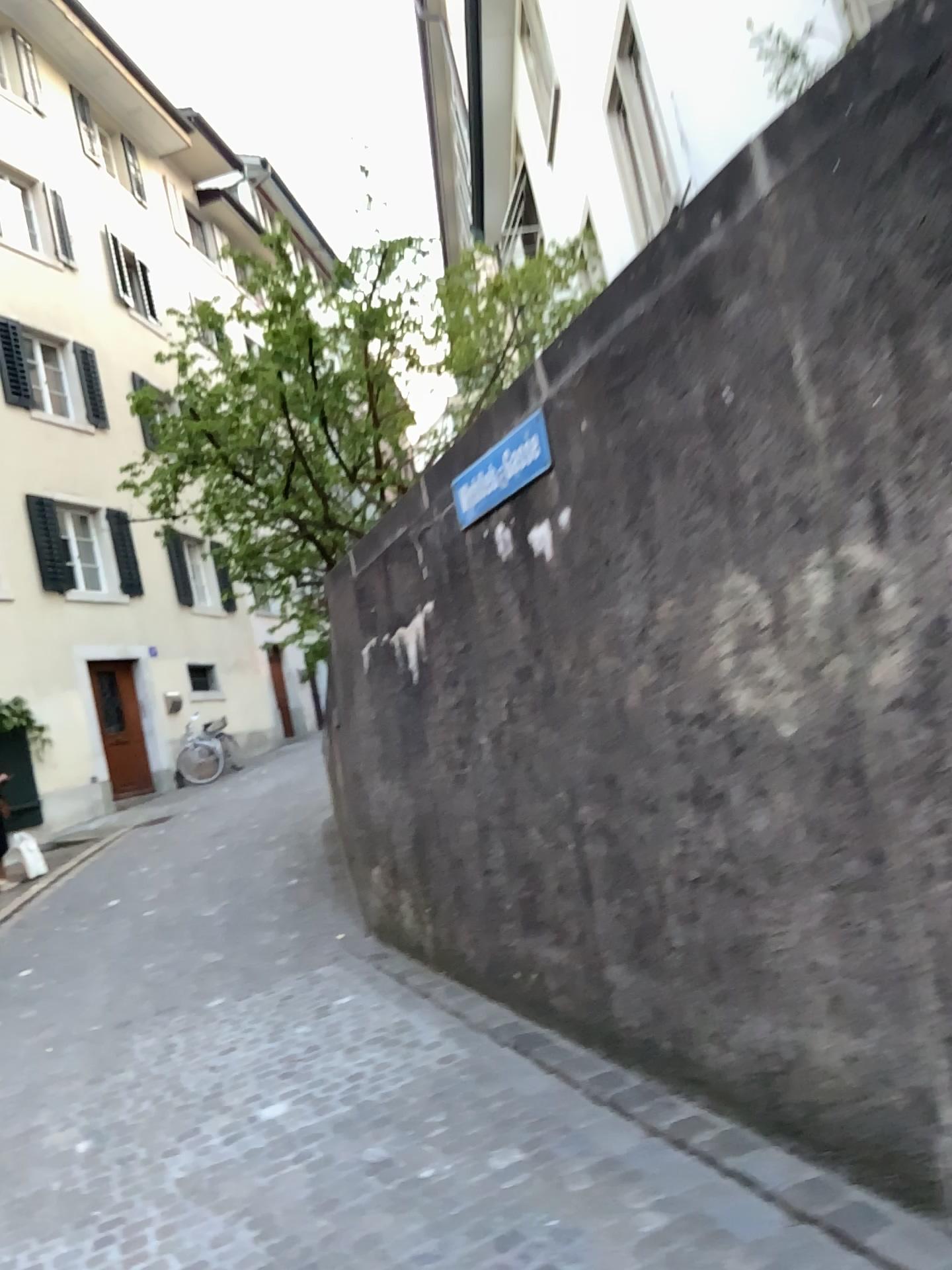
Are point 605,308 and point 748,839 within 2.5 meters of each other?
yes
